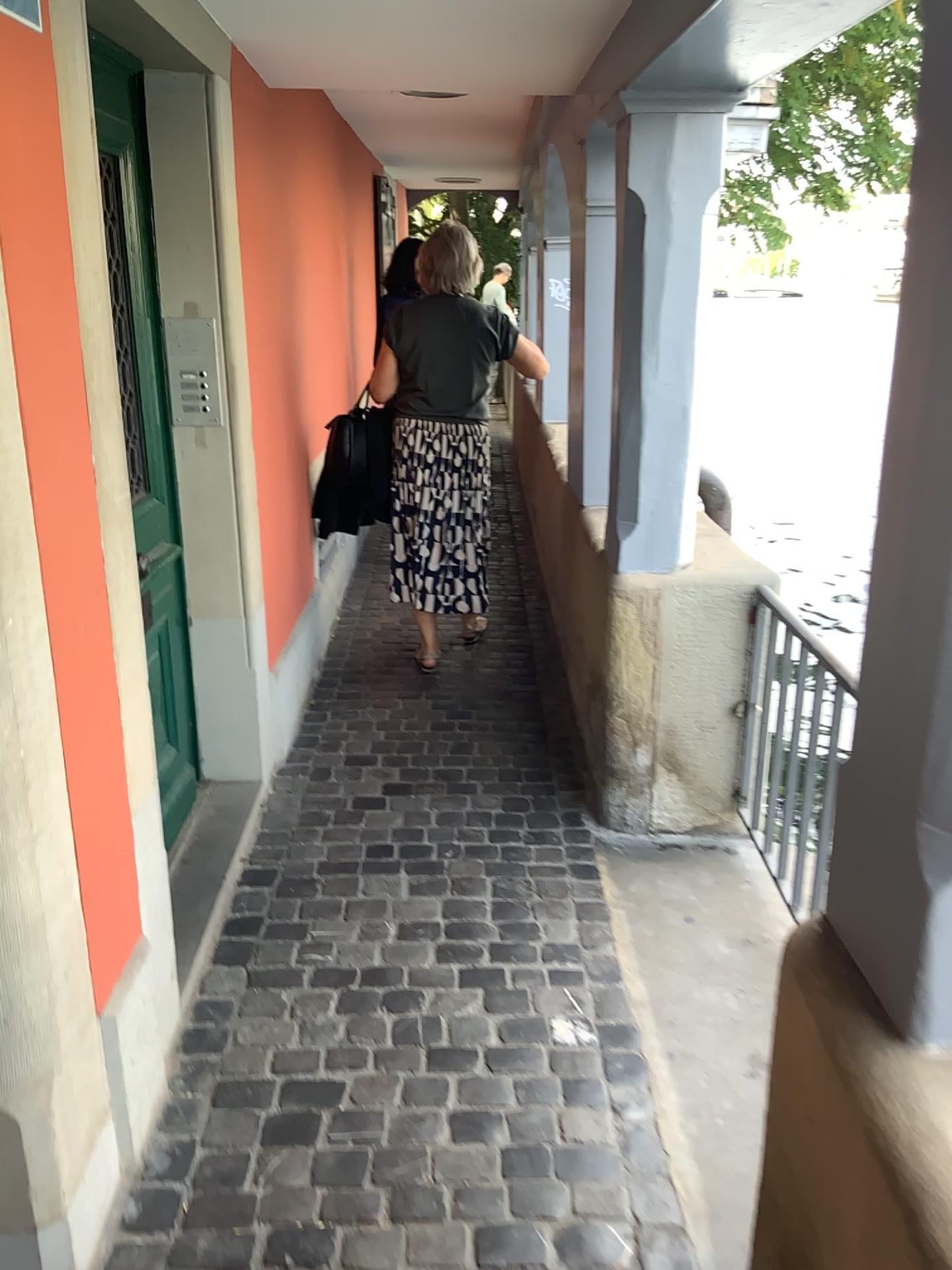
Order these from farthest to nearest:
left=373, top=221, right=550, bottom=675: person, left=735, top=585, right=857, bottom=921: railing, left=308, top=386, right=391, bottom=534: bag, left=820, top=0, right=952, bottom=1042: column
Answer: left=308, top=386, right=391, bottom=534: bag
left=373, top=221, right=550, bottom=675: person
left=735, top=585, right=857, bottom=921: railing
left=820, top=0, right=952, bottom=1042: column

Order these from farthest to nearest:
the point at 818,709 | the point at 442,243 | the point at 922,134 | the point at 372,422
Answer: the point at 372,422, the point at 442,243, the point at 818,709, the point at 922,134

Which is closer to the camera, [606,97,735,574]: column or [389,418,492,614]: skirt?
[606,97,735,574]: column

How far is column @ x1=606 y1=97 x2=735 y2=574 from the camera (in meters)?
2.45

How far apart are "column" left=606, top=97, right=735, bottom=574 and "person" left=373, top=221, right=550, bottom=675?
1.26m

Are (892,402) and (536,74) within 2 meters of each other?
no

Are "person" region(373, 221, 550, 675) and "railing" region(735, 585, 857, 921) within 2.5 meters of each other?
yes

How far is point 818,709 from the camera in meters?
2.3 m

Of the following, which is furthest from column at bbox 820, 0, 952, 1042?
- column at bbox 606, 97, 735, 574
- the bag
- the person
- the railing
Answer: the bag

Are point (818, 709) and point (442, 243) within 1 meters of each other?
no
